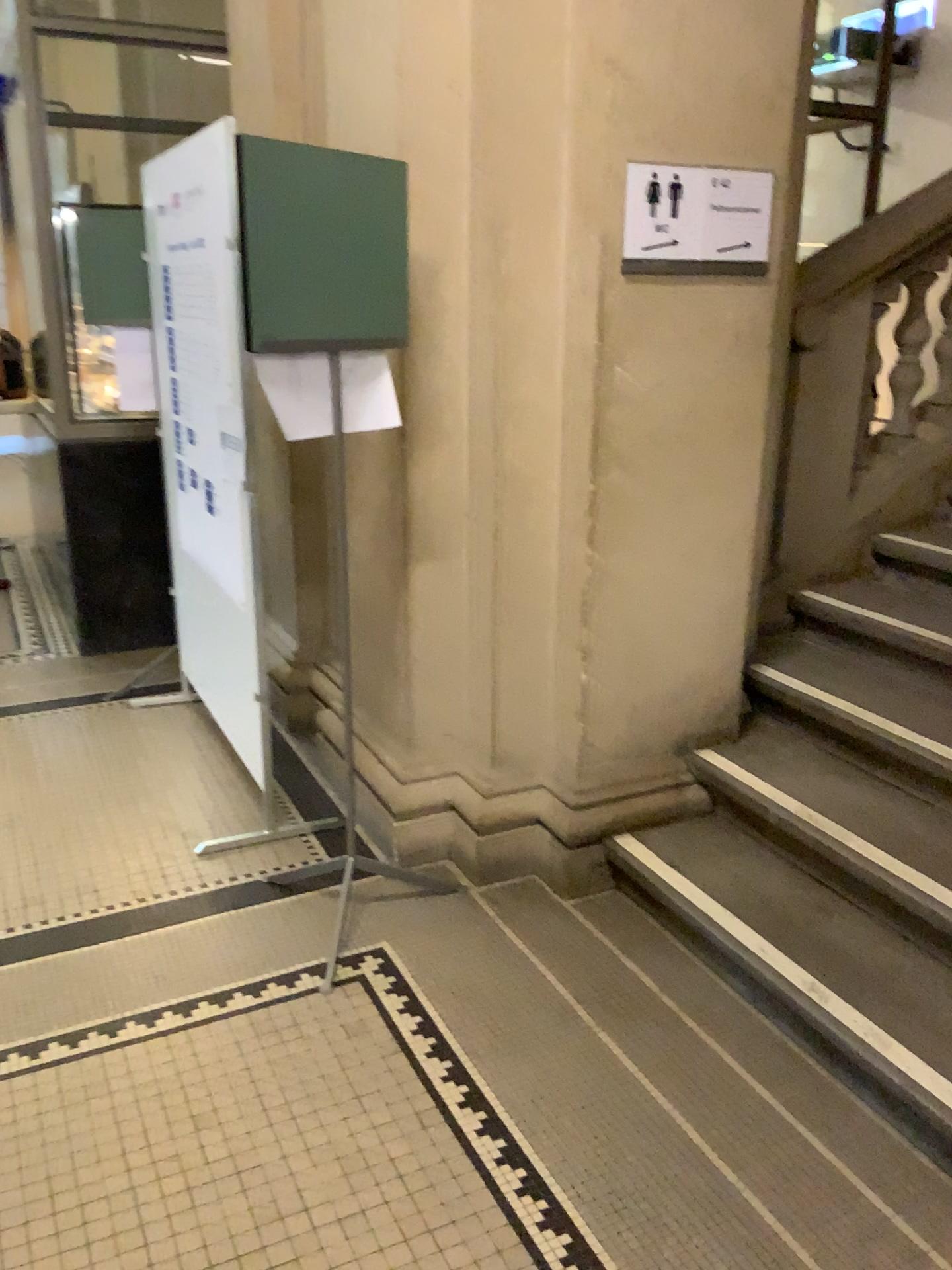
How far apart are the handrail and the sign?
0.6 meters

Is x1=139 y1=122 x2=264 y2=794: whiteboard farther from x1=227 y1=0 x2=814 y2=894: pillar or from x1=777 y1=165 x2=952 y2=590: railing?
x1=777 y1=165 x2=952 y2=590: railing

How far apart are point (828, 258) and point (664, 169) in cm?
105

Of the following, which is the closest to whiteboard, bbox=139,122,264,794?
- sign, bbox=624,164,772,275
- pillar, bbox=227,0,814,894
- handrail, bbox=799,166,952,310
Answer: pillar, bbox=227,0,814,894

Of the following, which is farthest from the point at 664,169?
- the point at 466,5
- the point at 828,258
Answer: the point at 828,258

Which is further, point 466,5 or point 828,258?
point 828,258

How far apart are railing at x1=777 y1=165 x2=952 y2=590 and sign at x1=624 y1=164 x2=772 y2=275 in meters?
0.7

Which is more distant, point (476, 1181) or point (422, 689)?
point (422, 689)

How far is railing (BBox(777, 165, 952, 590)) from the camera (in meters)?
3.32

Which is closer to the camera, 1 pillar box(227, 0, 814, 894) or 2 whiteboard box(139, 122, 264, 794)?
1 pillar box(227, 0, 814, 894)
